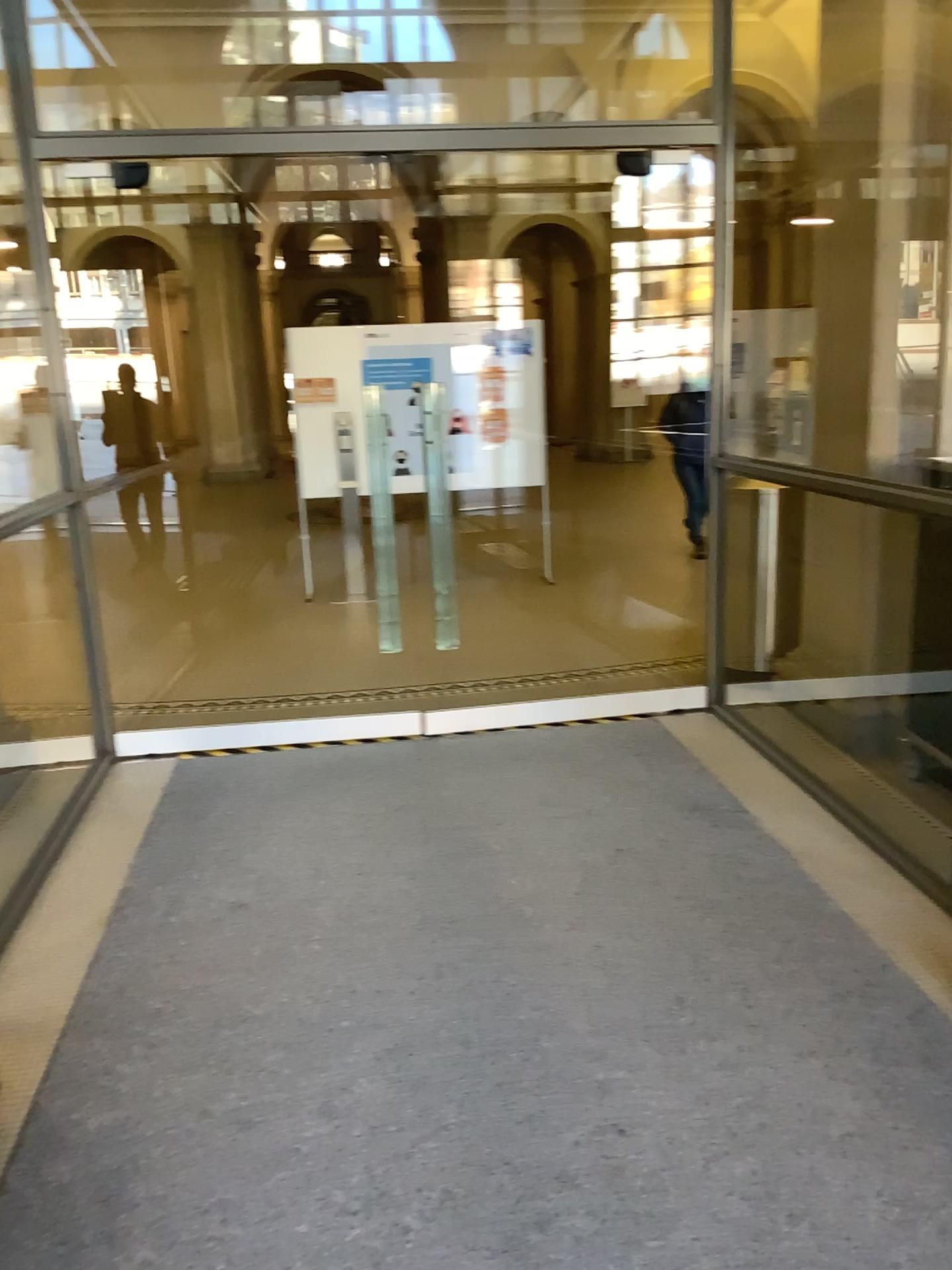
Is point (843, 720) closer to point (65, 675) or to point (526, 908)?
point (526, 908)
